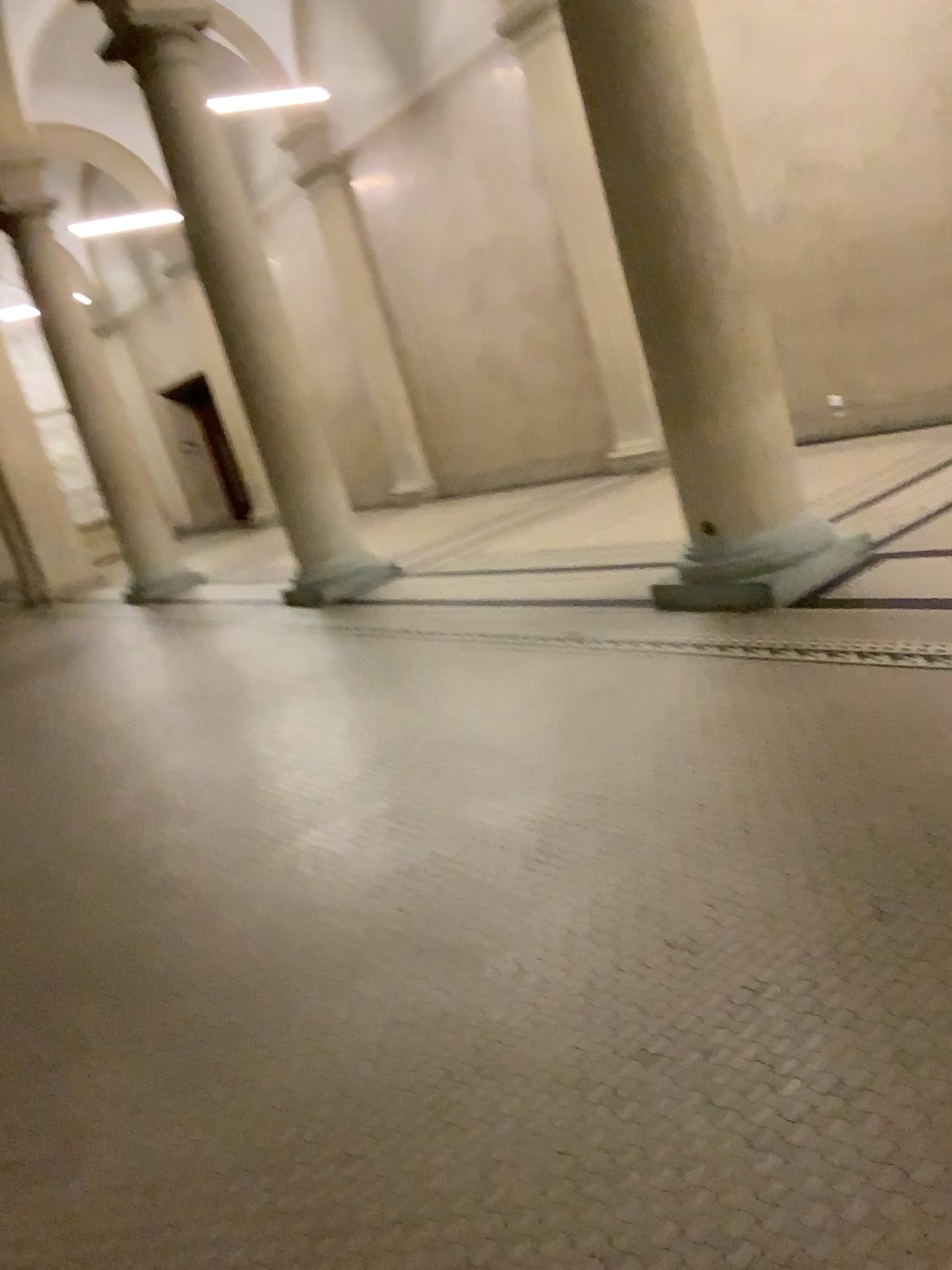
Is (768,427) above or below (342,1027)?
above
